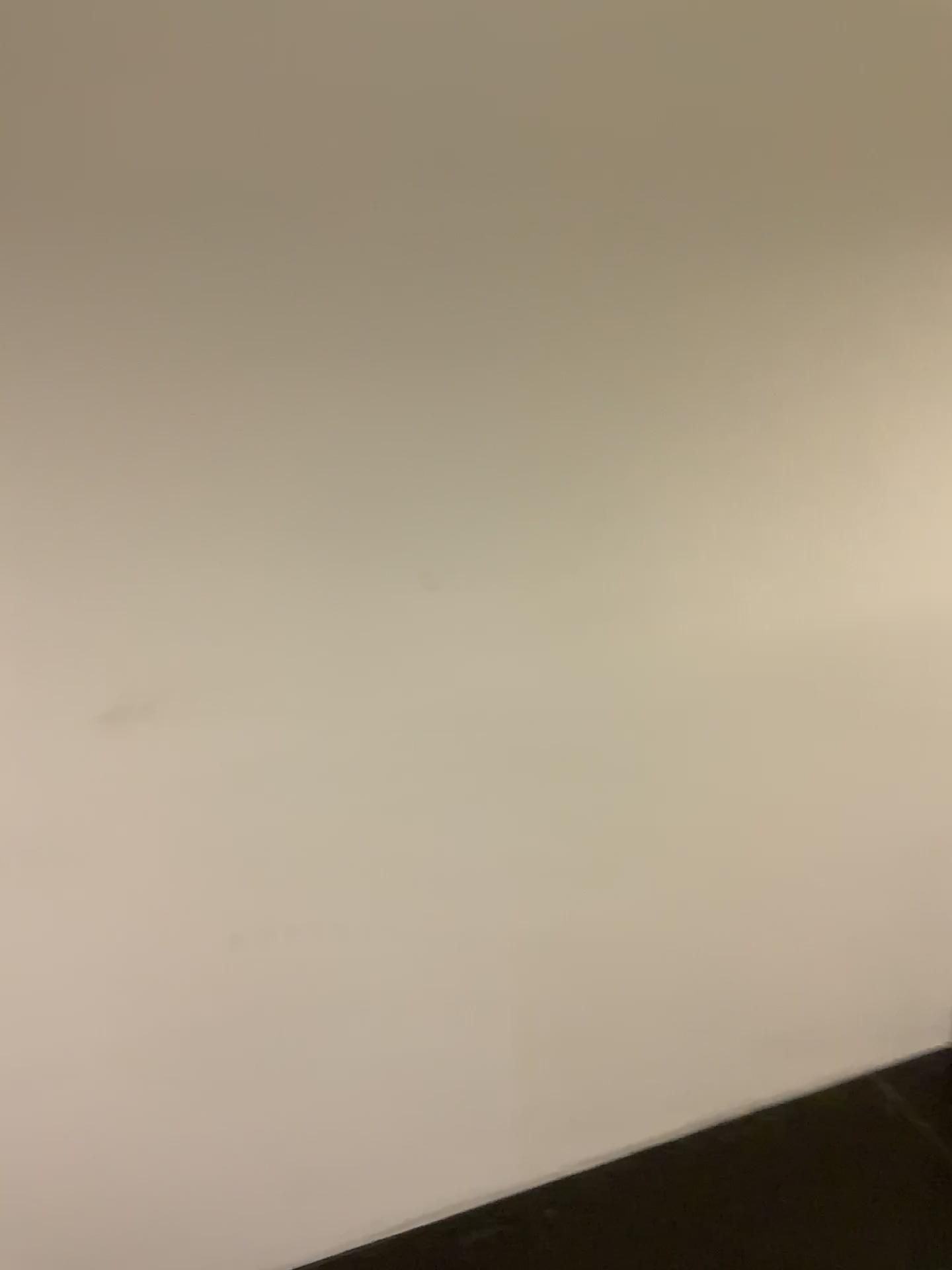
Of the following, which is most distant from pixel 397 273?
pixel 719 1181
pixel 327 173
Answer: pixel 719 1181
